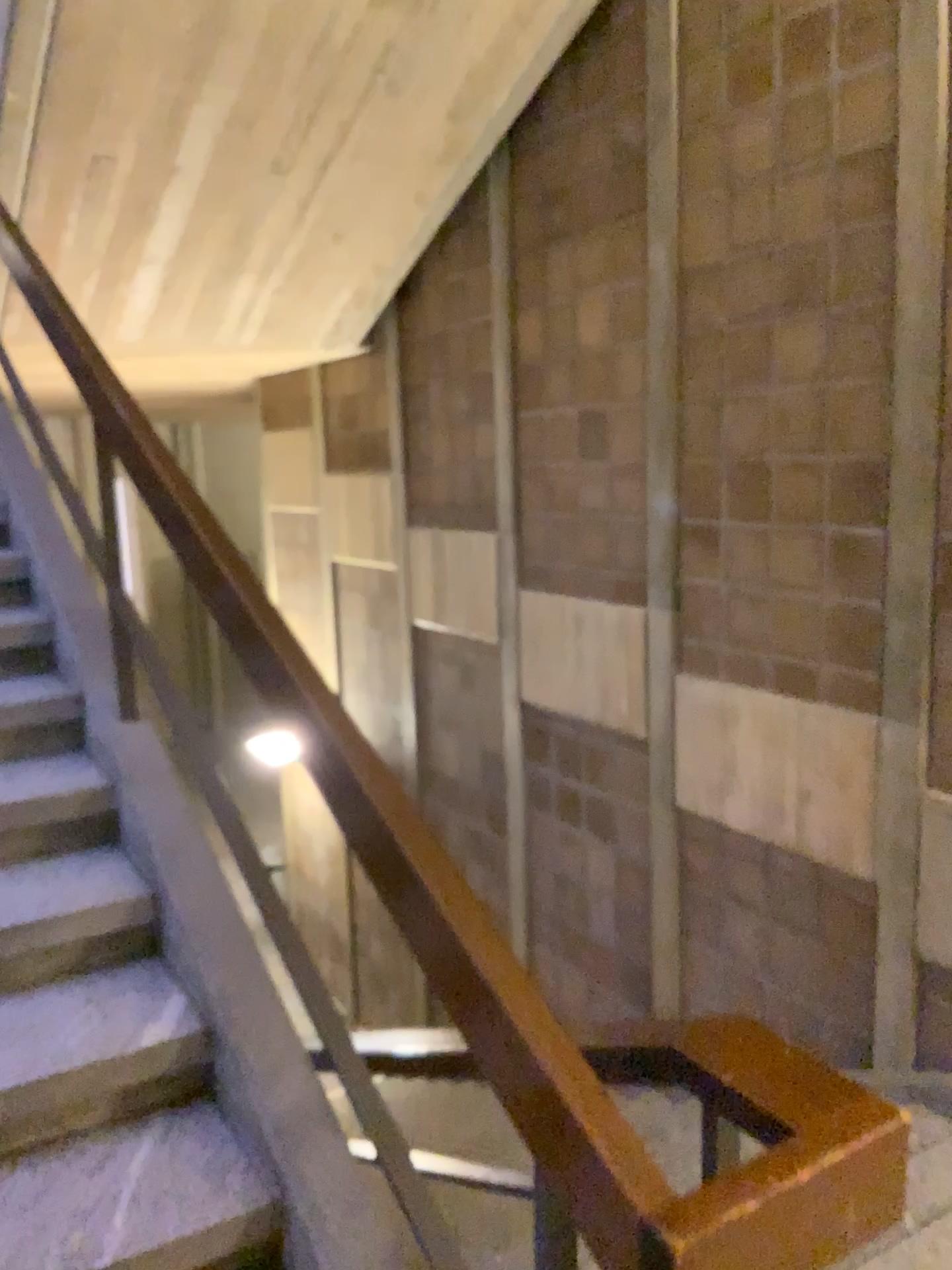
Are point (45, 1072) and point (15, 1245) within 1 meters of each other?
yes

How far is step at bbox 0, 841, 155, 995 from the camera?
2.13m

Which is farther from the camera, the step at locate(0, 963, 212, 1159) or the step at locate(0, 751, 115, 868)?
the step at locate(0, 751, 115, 868)

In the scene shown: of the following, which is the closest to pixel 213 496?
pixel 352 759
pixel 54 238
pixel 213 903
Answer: pixel 54 238

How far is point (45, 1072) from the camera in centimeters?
188cm

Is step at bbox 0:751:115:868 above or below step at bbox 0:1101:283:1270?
above

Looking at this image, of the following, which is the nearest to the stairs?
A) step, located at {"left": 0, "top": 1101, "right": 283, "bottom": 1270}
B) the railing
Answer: step, located at {"left": 0, "top": 1101, "right": 283, "bottom": 1270}

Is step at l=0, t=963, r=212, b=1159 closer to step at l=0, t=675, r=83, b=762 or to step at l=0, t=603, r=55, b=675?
step at l=0, t=675, r=83, b=762

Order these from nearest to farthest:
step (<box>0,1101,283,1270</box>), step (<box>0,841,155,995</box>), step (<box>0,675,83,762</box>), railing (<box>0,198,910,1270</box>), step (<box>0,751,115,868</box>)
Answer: railing (<box>0,198,910,1270</box>) → step (<box>0,1101,283,1270</box>) → step (<box>0,841,155,995</box>) → step (<box>0,751,115,868</box>) → step (<box>0,675,83,762</box>)

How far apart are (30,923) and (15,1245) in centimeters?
61cm
